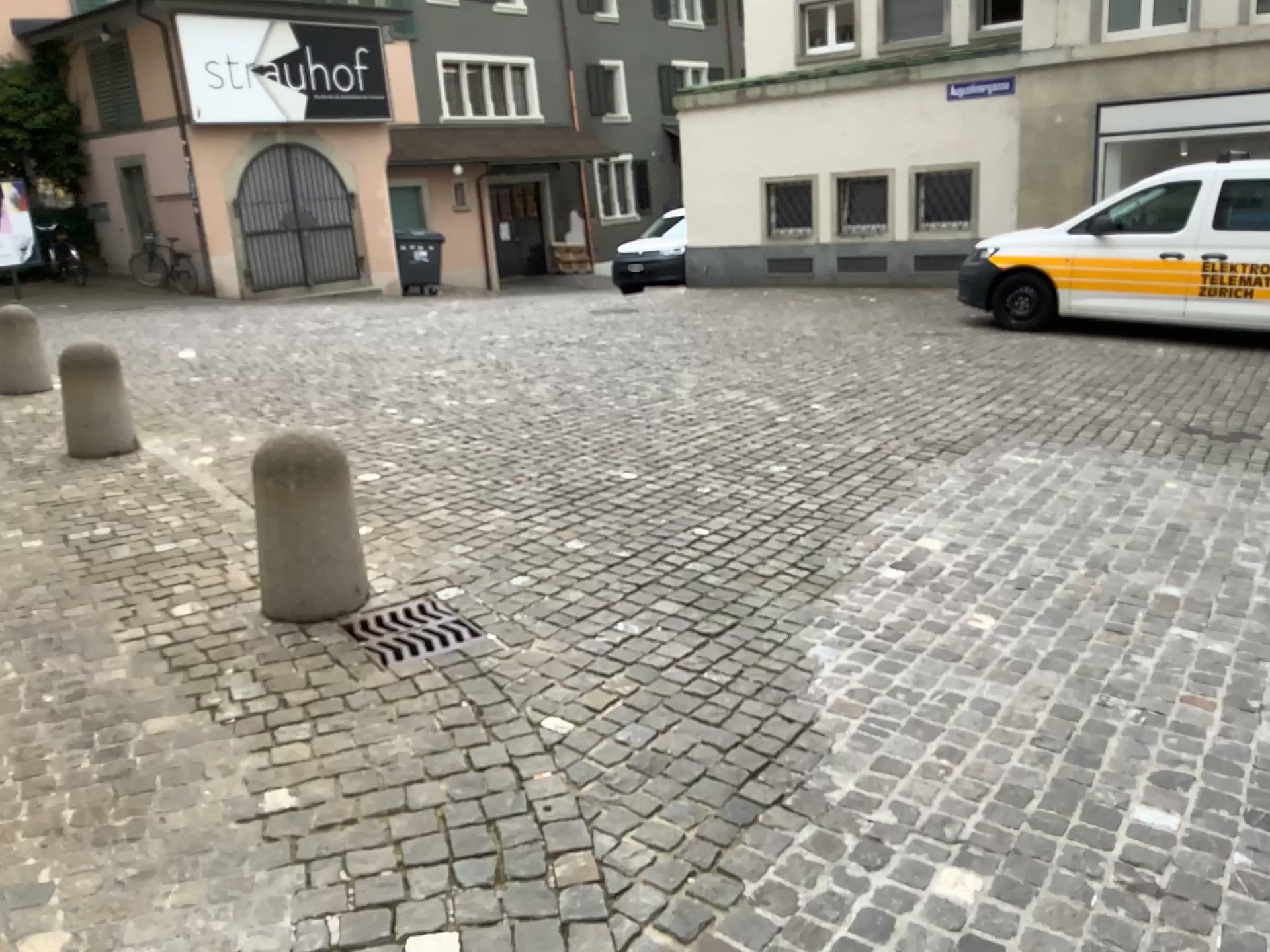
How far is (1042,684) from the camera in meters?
3.4 m

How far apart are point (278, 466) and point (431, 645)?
0.87m

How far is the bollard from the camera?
3.79m

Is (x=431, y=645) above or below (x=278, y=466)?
below

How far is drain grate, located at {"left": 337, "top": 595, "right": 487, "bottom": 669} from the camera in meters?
3.6

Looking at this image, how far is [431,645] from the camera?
3.58m
